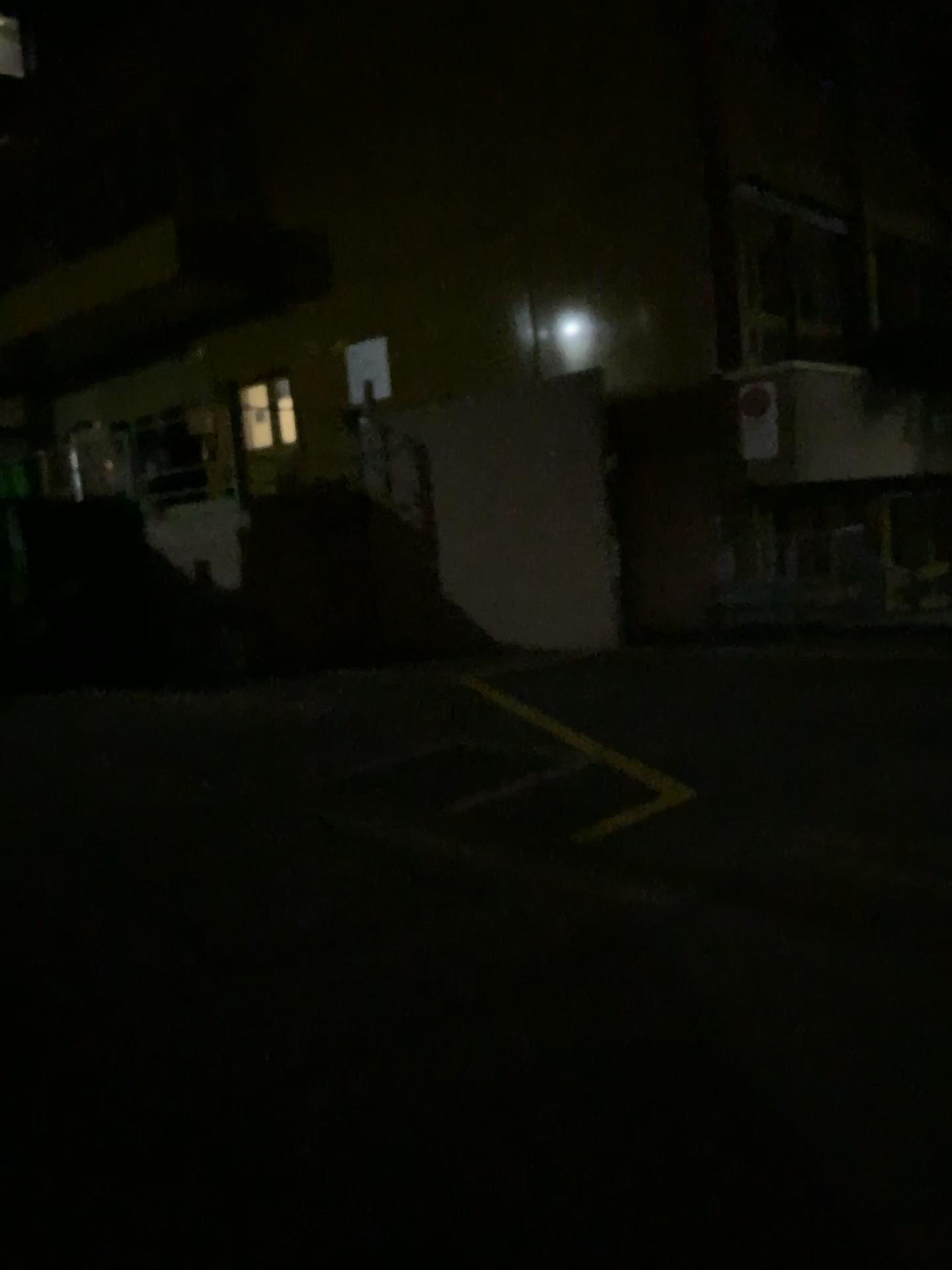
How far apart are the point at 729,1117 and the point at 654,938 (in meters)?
1.14
